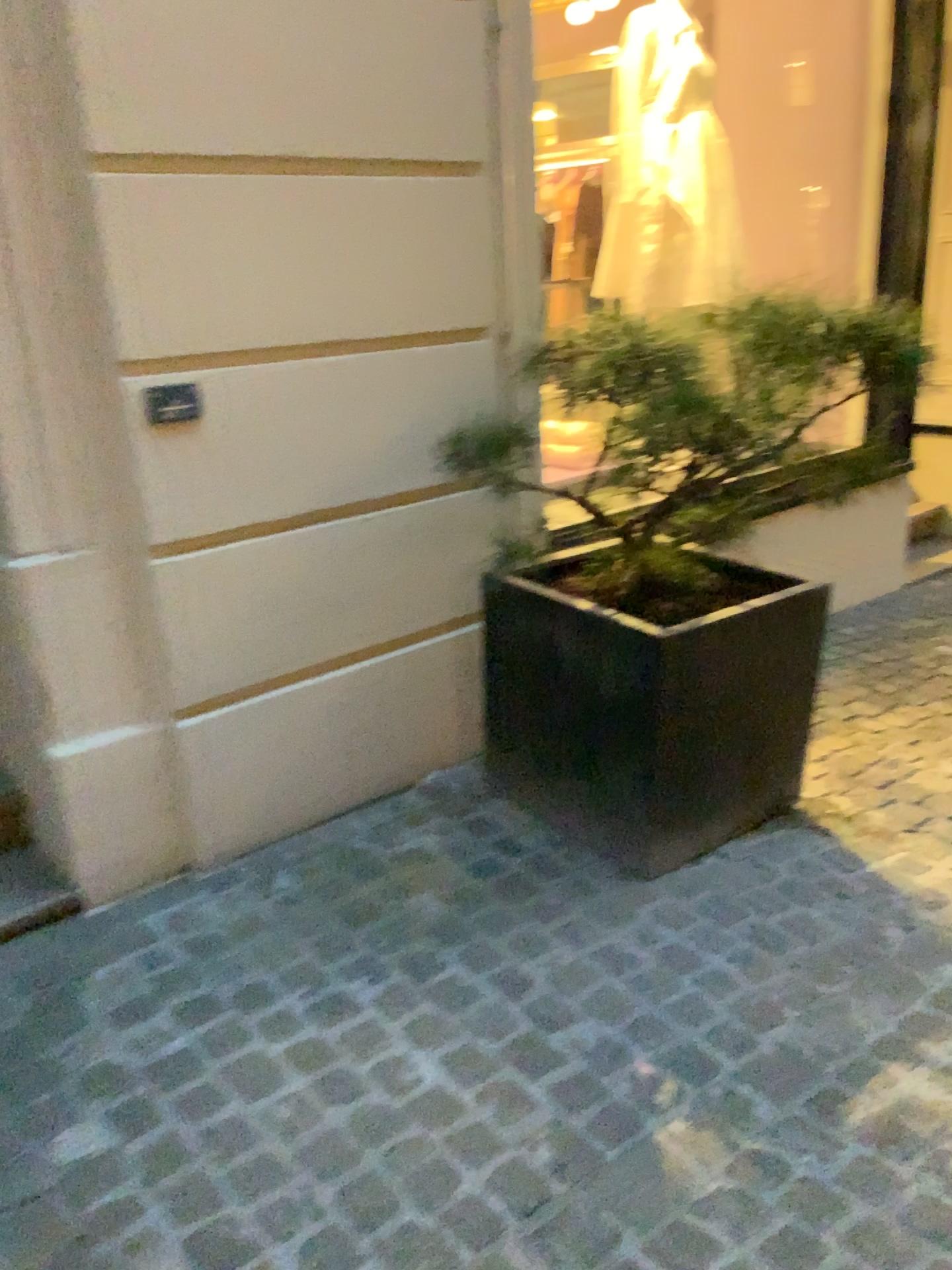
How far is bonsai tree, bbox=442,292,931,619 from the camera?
2.2 meters

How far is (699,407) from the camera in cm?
220

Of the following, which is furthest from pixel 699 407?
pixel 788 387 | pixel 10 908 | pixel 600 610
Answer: pixel 10 908

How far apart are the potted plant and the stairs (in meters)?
1.06

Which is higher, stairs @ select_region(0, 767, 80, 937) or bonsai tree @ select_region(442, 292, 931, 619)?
bonsai tree @ select_region(442, 292, 931, 619)

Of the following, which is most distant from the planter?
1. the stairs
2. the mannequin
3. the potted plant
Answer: the mannequin

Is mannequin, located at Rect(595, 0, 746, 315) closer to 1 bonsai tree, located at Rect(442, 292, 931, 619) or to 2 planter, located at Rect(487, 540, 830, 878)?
1 bonsai tree, located at Rect(442, 292, 931, 619)

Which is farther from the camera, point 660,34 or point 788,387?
point 660,34

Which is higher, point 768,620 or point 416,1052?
point 768,620

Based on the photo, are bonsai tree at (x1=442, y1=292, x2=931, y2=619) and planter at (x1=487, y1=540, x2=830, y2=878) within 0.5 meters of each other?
yes
